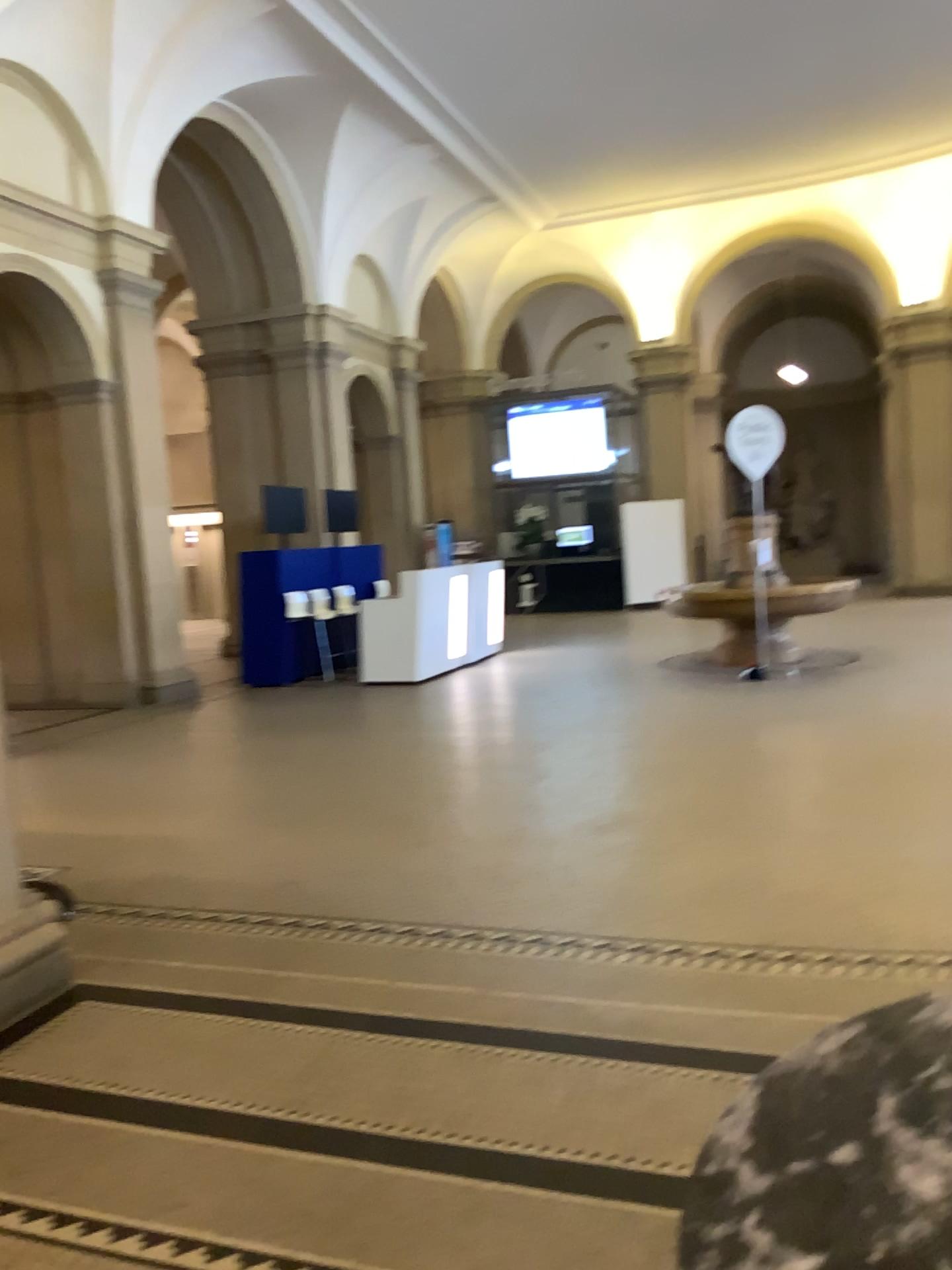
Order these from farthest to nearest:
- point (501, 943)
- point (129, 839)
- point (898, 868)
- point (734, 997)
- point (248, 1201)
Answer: point (129, 839)
point (898, 868)
point (501, 943)
point (734, 997)
point (248, 1201)
